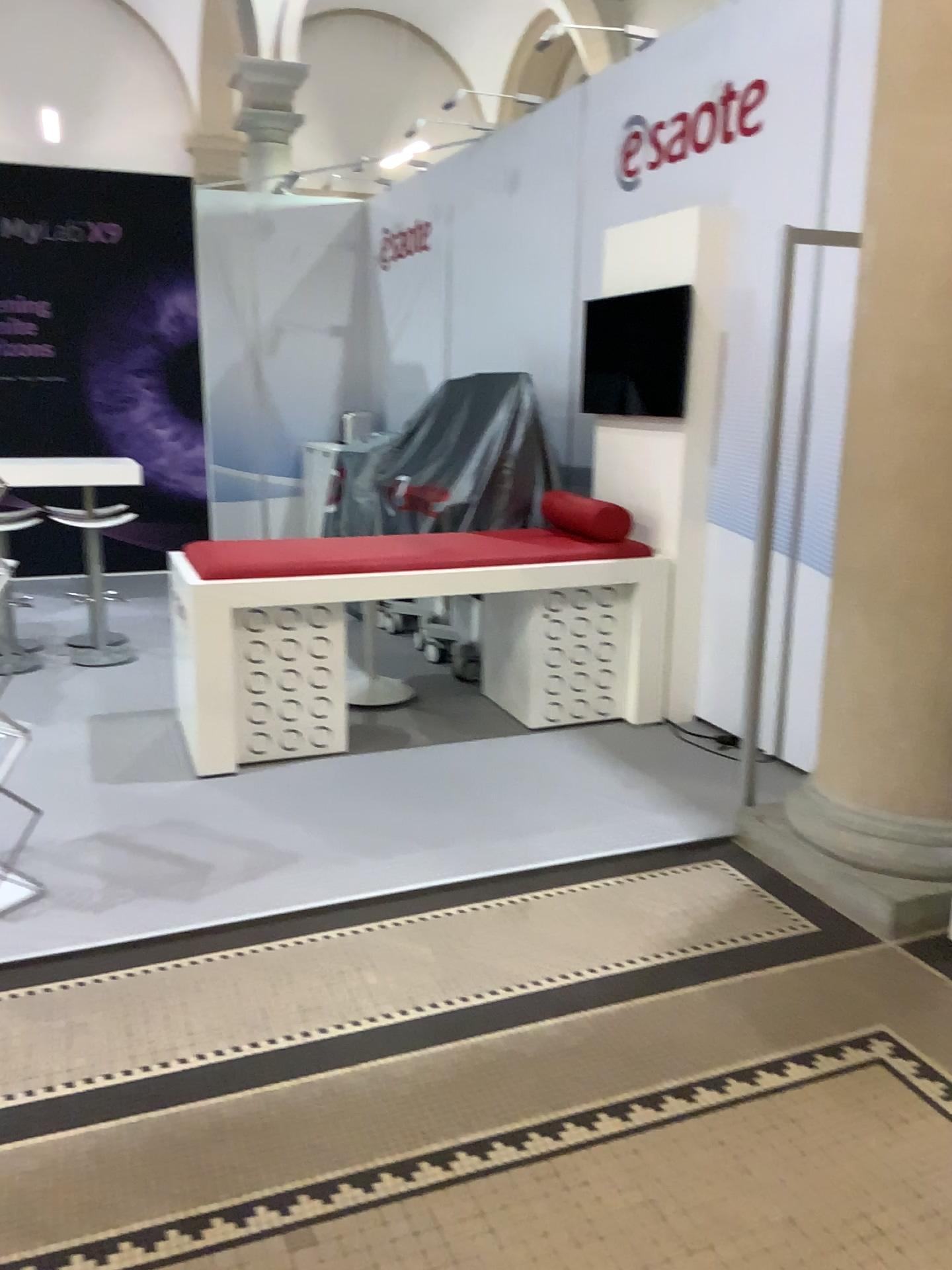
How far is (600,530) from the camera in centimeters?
464cm

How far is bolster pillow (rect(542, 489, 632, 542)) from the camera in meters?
4.6

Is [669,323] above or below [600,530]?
above

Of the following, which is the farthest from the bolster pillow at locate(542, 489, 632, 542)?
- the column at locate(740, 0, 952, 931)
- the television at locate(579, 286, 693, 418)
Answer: the column at locate(740, 0, 952, 931)

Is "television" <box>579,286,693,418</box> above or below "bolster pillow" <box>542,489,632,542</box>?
above

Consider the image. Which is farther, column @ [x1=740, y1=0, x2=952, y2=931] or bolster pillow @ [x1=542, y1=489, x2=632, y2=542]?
bolster pillow @ [x1=542, y1=489, x2=632, y2=542]

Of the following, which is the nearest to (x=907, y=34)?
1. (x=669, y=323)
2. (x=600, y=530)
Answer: (x=669, y=323)

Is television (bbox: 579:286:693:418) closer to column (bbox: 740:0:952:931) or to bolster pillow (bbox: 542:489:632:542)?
bolster pillow (bbox: 542:489:632:542)

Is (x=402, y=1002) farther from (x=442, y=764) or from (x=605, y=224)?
(x=605, y=224)
